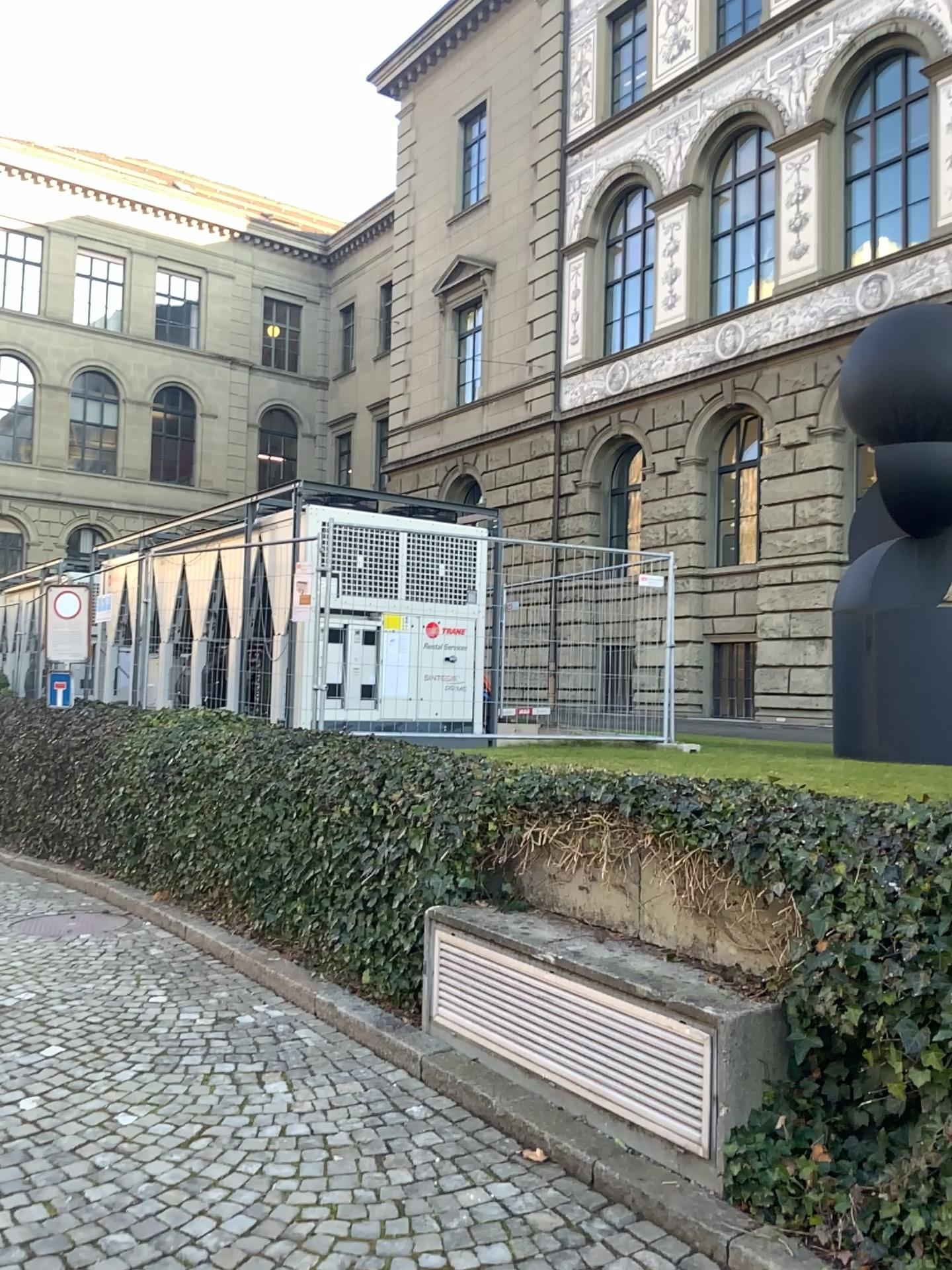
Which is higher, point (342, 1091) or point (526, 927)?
point (526, 927)
